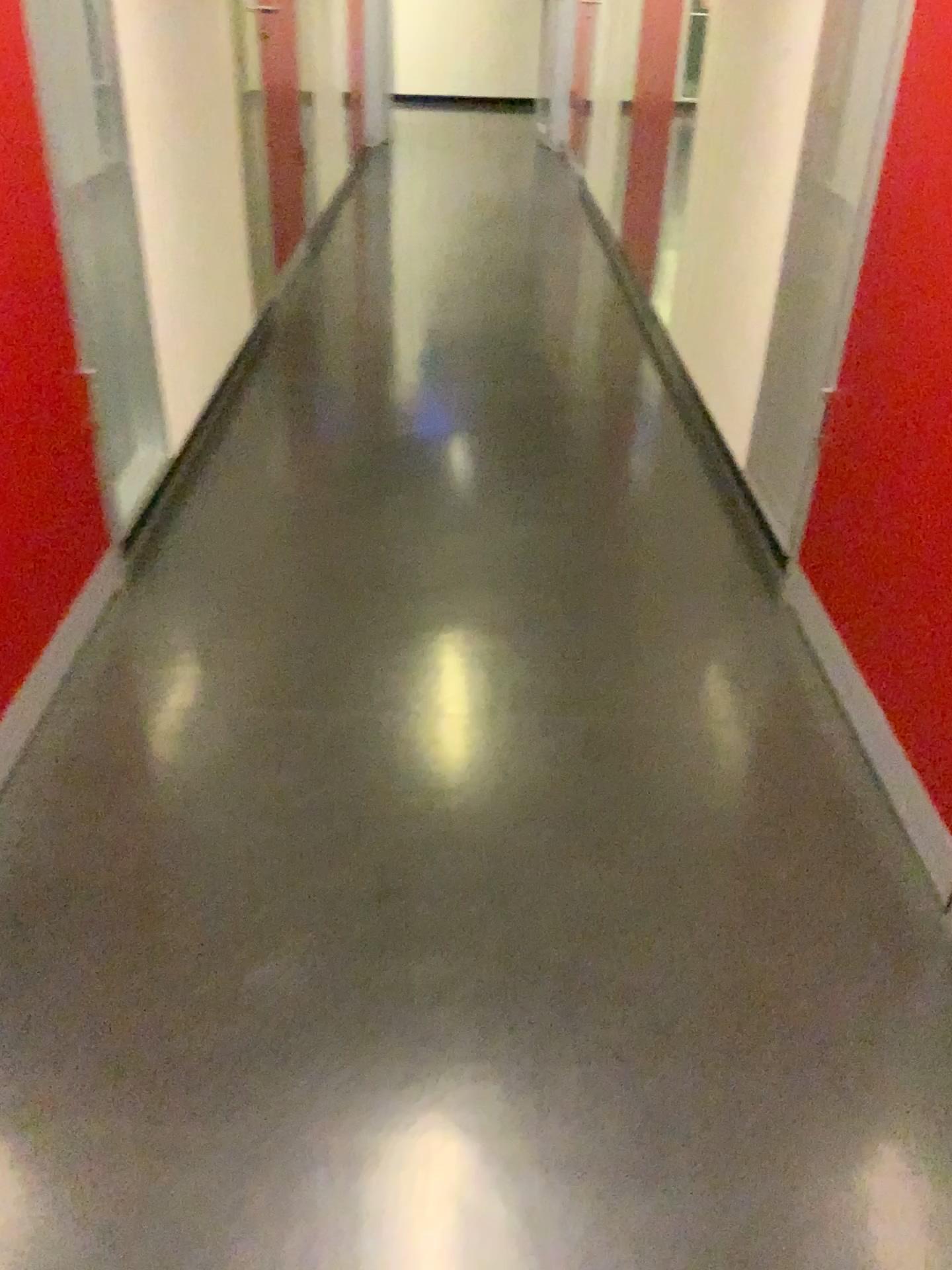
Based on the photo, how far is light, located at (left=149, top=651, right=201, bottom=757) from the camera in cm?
190

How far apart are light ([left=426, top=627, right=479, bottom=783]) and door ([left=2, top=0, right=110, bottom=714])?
0.7 meters

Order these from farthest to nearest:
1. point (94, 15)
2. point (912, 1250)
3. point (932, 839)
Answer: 1. point (94, 15)
2. point (932, 839)
3. point (912, 1250)

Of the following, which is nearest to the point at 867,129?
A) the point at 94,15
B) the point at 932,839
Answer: the point at 932,839

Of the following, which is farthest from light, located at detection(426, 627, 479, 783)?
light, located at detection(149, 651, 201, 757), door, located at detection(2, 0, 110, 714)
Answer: door, located at detection(2, 0, 110, 714)

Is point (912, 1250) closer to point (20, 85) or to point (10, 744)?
point (10, 744)

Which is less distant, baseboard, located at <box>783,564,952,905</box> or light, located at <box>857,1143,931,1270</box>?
light, located at <box>857,1143,931,1270</box>

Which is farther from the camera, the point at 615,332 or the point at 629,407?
the point at 615,332

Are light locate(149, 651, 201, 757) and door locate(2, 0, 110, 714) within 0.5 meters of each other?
yes

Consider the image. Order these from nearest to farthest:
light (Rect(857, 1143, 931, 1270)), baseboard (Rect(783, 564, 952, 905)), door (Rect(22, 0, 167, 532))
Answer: light (Rect(857, 1143, 931, 1270)), baseboard (Rect(783, 564, 952, 905)), door (Rect(22, 0, 167, 532))
